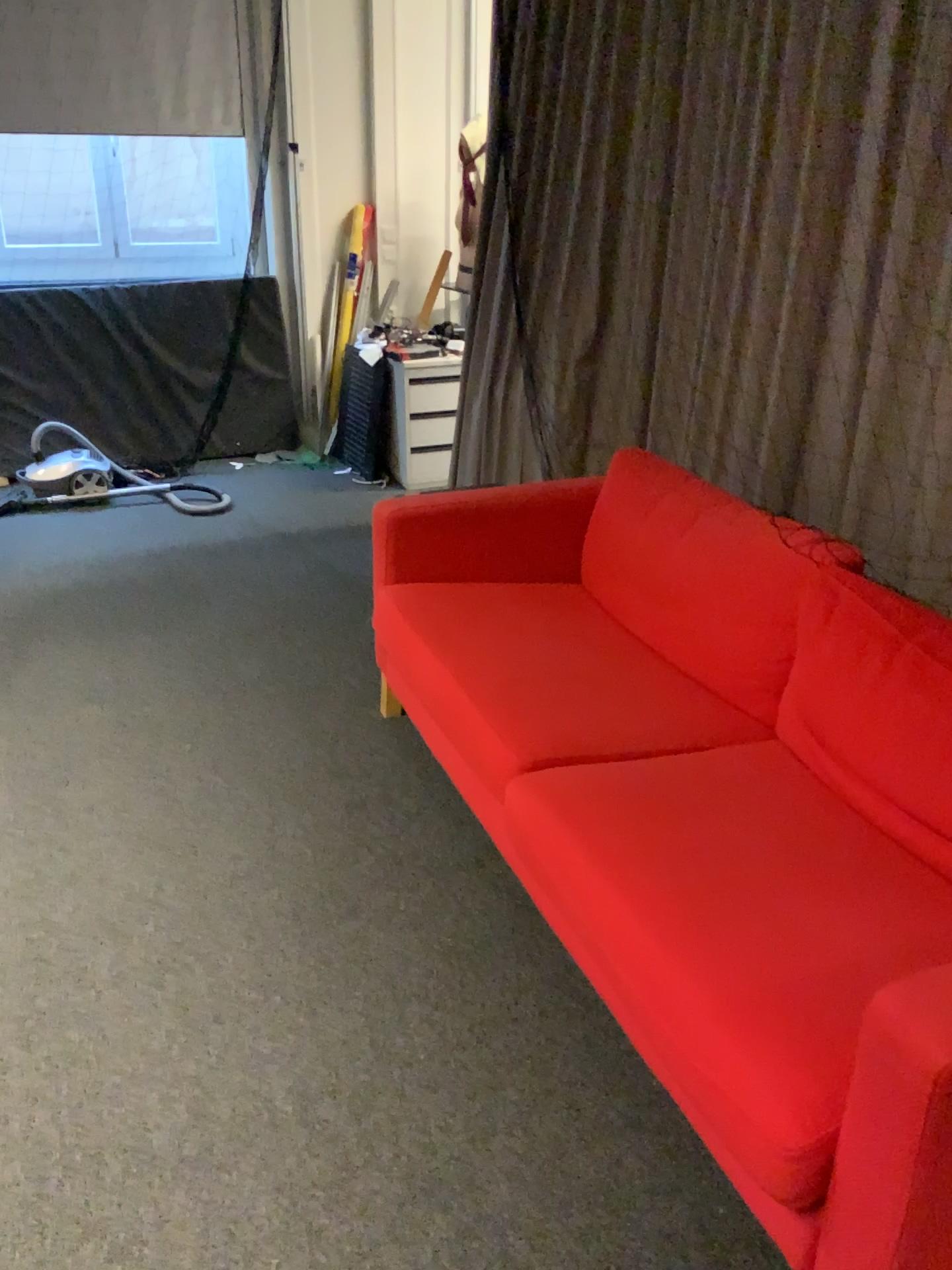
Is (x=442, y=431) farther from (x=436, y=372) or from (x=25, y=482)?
(x=25, y=482)

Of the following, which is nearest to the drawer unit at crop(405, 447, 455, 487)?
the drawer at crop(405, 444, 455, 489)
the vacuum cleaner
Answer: the drawer at crop(405, 444, 455, 489)

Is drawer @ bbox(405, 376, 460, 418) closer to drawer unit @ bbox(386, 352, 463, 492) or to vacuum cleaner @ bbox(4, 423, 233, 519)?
drawer unit @ bbox(386, 352, 463, 492)

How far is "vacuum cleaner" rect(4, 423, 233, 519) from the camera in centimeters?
473cm

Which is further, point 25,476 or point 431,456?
point 431,456

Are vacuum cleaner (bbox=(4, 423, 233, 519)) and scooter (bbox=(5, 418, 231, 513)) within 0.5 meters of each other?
yes

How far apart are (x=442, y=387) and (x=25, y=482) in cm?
194

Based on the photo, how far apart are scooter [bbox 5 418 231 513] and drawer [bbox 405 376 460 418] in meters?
1.0

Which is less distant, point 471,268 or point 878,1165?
point 878,1165

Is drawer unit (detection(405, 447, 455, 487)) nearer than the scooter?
No
